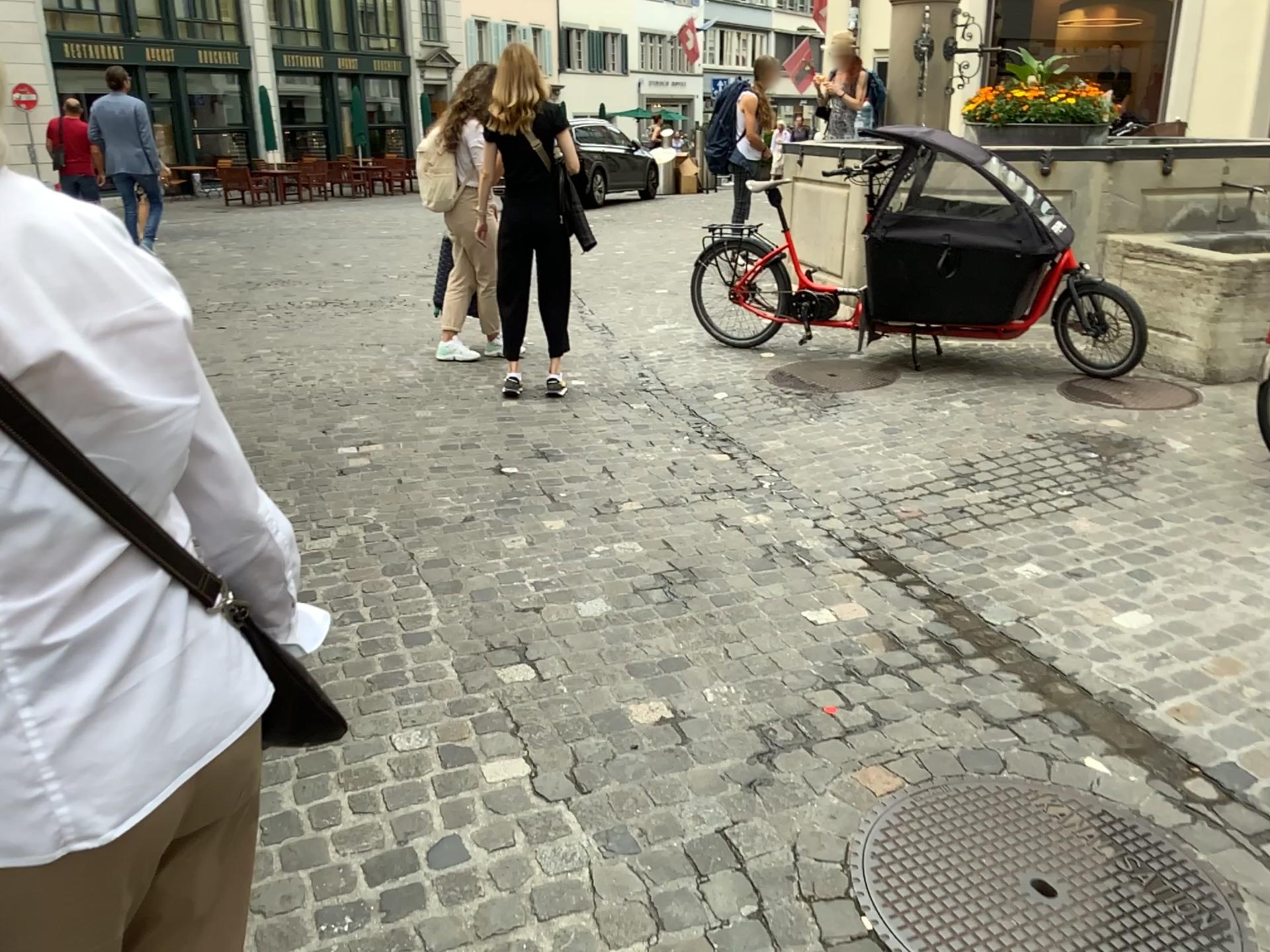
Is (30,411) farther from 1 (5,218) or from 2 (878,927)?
2 (878,927)

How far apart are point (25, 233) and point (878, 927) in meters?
1.8 m

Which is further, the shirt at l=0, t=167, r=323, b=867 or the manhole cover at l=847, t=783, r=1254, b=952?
the manhole cover at l=847, t=783, r=1254, b=952

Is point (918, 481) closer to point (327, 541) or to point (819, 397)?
point (819, 397)

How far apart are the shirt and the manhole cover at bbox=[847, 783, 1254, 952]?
1.4m

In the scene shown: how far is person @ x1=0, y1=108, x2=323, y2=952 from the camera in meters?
0.8 m

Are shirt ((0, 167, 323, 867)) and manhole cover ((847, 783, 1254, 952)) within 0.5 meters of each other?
no

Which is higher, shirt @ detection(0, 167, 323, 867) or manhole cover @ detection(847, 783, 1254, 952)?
shirt @ detection(0, 167, 323, 867)

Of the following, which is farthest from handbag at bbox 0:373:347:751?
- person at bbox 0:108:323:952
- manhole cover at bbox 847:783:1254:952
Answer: manhole cover at bbox 847:783:1254:952

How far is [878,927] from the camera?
1.9 meters
